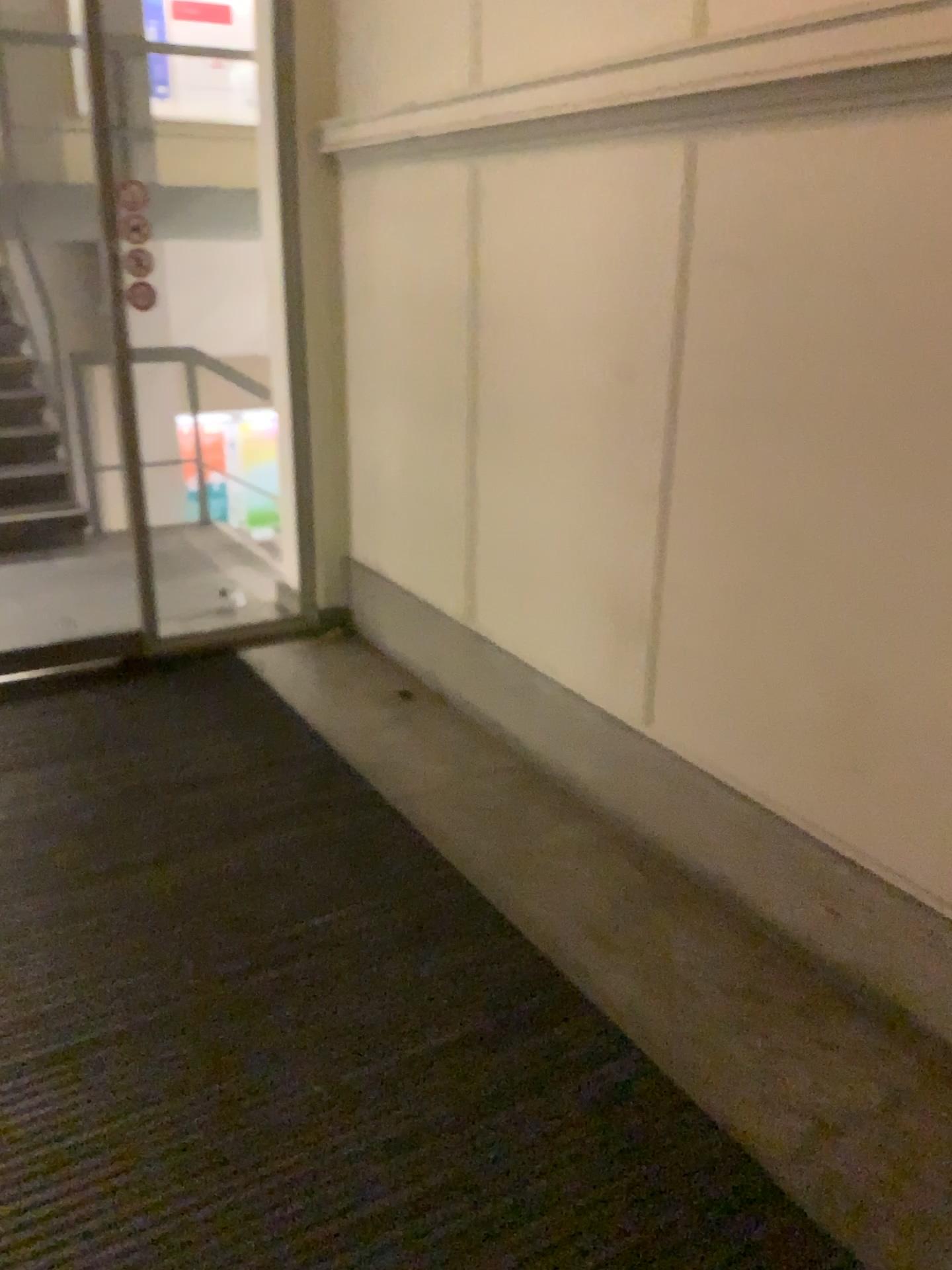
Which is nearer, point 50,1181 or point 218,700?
point 50,1181
